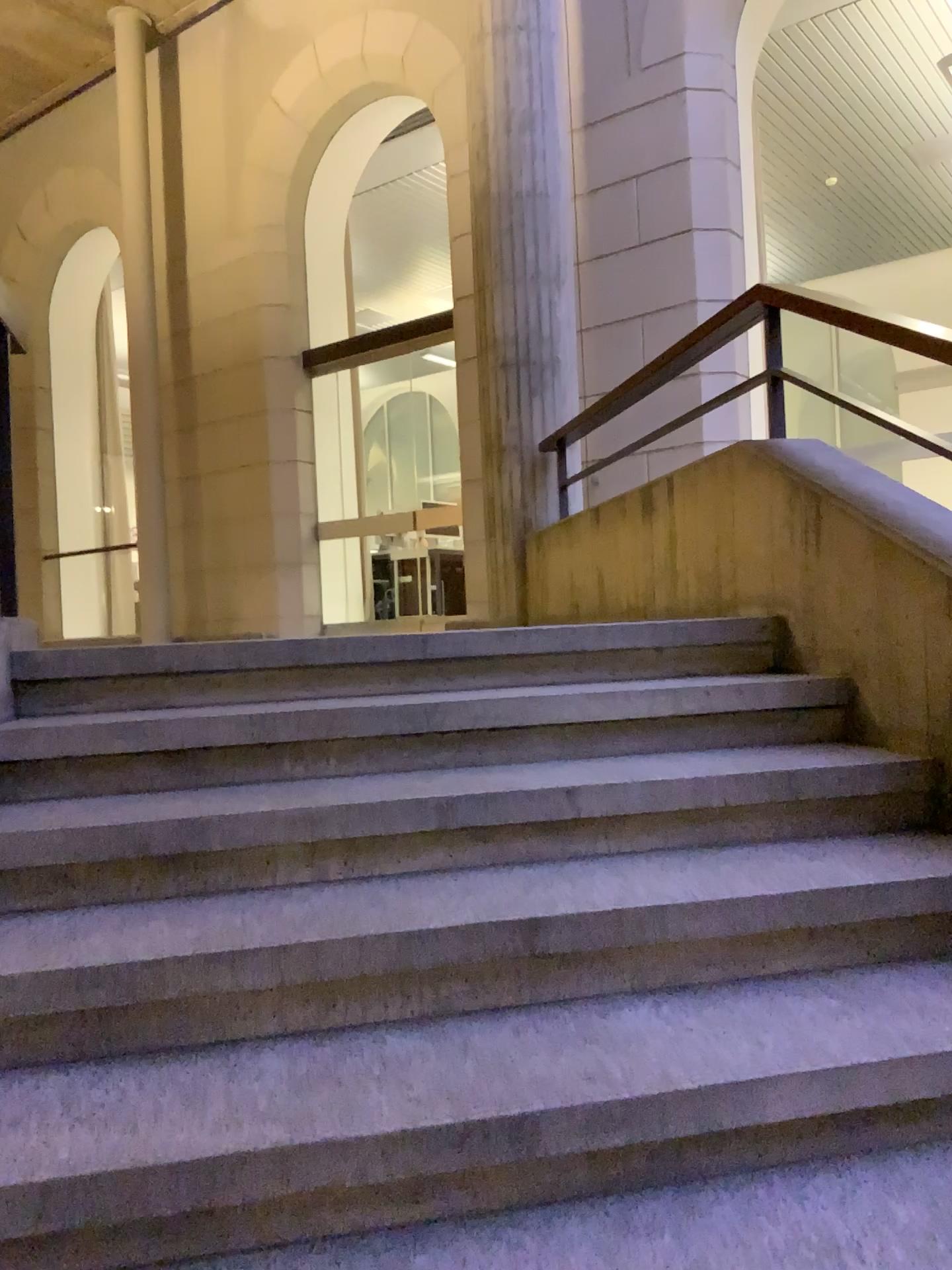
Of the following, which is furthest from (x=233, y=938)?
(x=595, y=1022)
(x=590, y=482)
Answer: (x=590, y=482)
